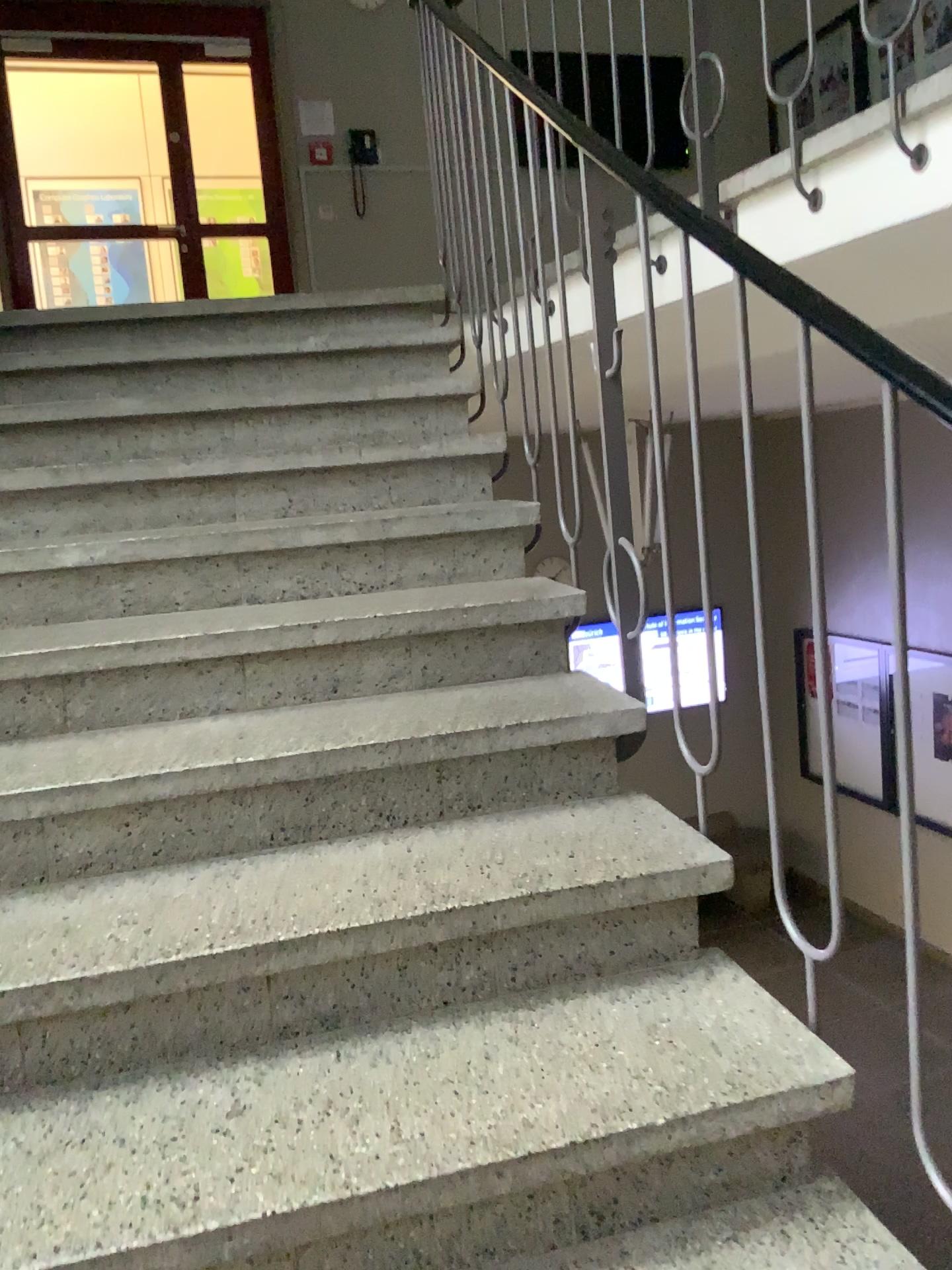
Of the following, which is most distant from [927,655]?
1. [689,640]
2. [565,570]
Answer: [565,570]

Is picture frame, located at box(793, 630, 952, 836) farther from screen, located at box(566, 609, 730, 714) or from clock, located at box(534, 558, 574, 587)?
clock, located at box(534, 558, 574, 587)

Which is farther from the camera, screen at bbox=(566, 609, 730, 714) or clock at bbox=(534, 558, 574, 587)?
clock at bbox=(534, 558, 574, 587)

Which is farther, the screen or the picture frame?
the screen

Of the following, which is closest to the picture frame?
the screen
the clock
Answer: the screen

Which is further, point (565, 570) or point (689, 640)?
point (565, 570)

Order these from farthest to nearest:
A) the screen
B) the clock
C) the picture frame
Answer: the clock, the screen, the picture frame

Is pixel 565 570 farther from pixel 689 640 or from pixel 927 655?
pixel 927 655

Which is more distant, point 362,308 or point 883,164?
point 362,308
